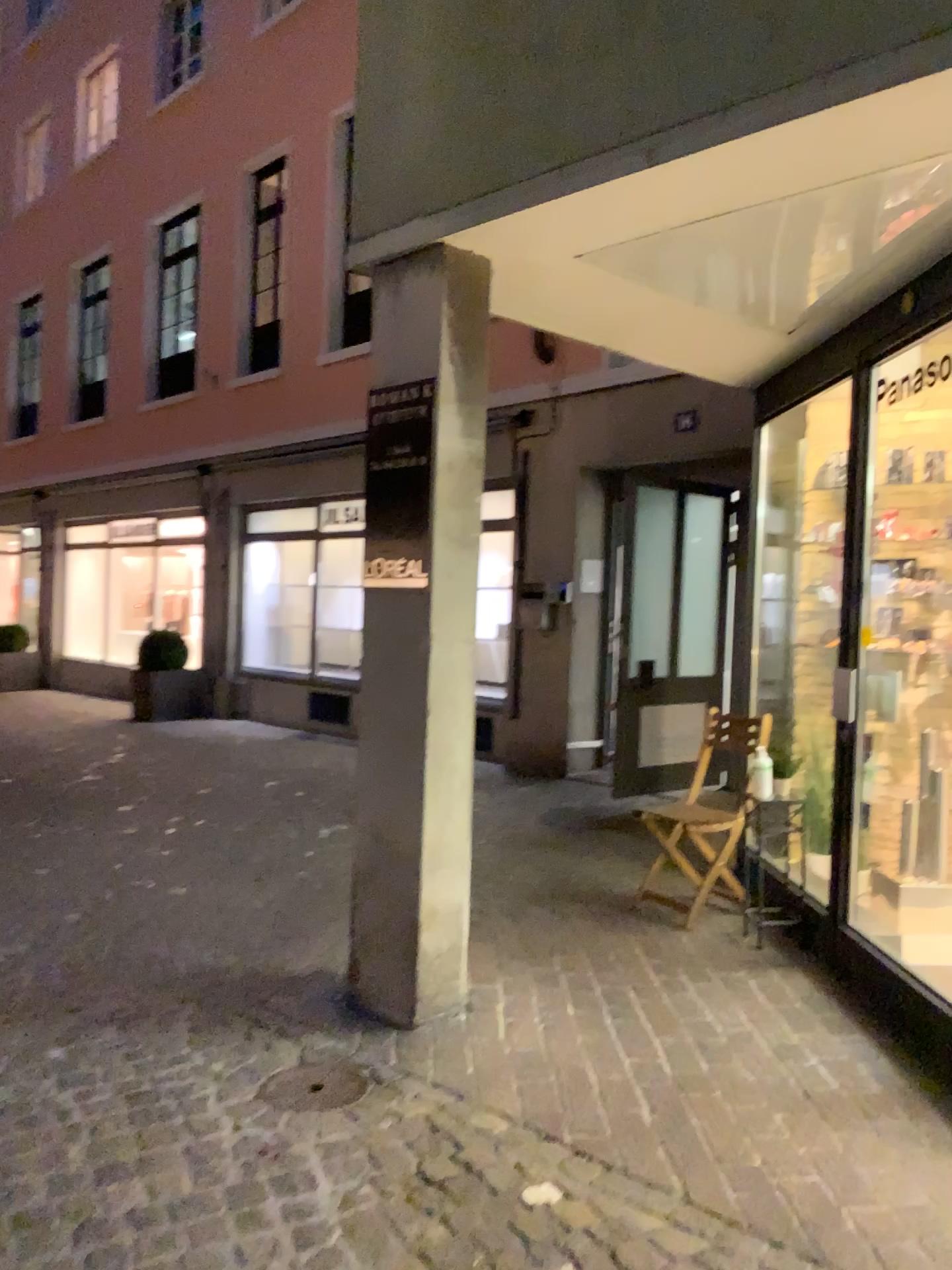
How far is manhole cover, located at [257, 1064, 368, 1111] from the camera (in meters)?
2.79

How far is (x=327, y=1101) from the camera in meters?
2.8

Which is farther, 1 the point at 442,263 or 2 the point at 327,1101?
1 the point at 442,263

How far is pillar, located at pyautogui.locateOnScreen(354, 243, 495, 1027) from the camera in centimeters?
321cm

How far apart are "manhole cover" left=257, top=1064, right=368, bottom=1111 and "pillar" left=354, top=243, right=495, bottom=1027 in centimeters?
28cm

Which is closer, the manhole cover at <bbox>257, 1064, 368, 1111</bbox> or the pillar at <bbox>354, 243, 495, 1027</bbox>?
the manhole cover at <bbox>257, 1064, 368, 1111</bbox>

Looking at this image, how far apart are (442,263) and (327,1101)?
2.41m

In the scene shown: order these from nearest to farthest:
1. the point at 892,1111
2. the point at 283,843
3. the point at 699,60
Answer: the point at 699,60, the point at 892,1111, the point at 283,843
